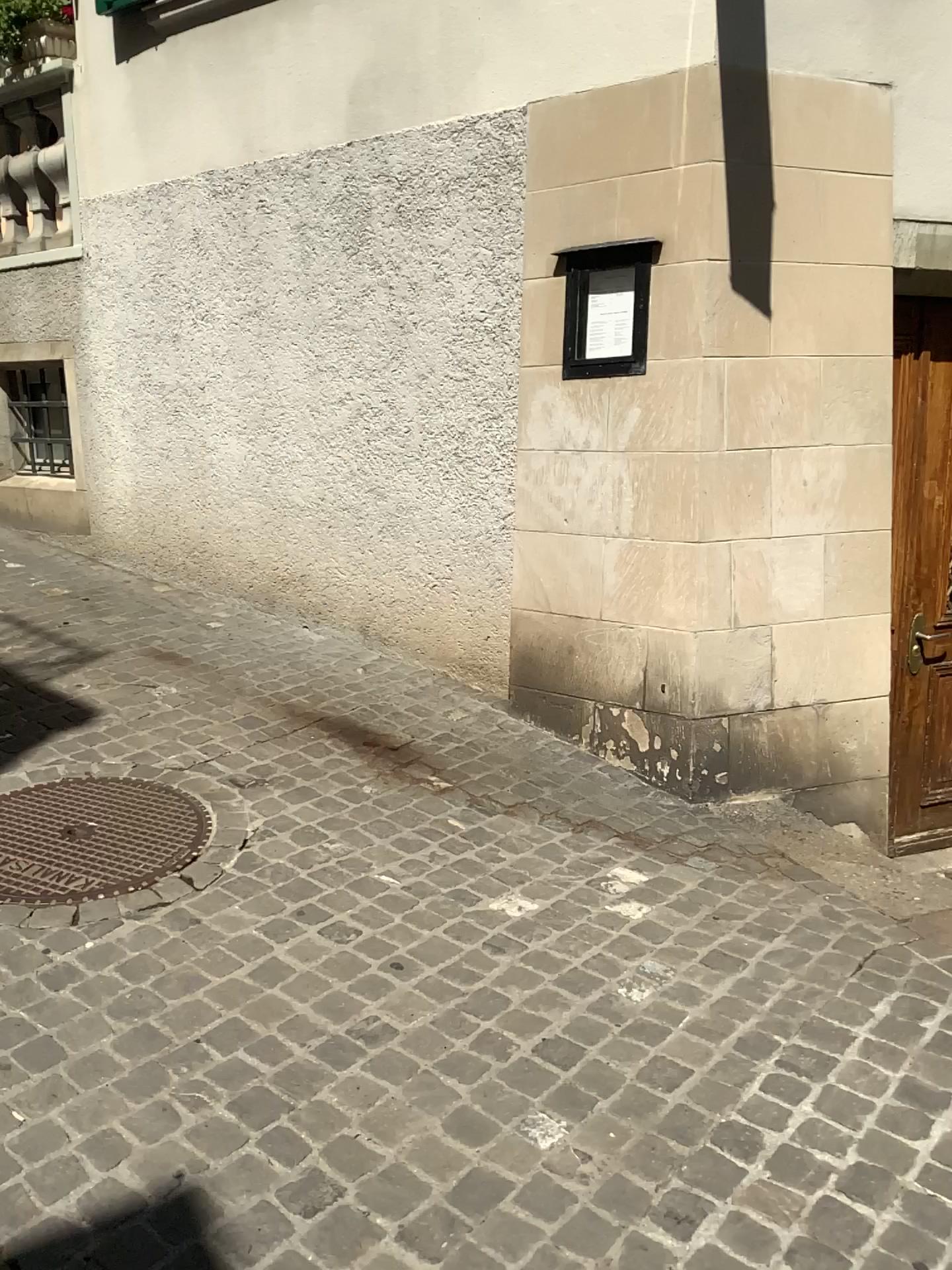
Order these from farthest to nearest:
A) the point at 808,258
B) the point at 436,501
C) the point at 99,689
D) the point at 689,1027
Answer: the point at 436,501, the point at 99,689, the point at 808,258, the point at 689,1027
